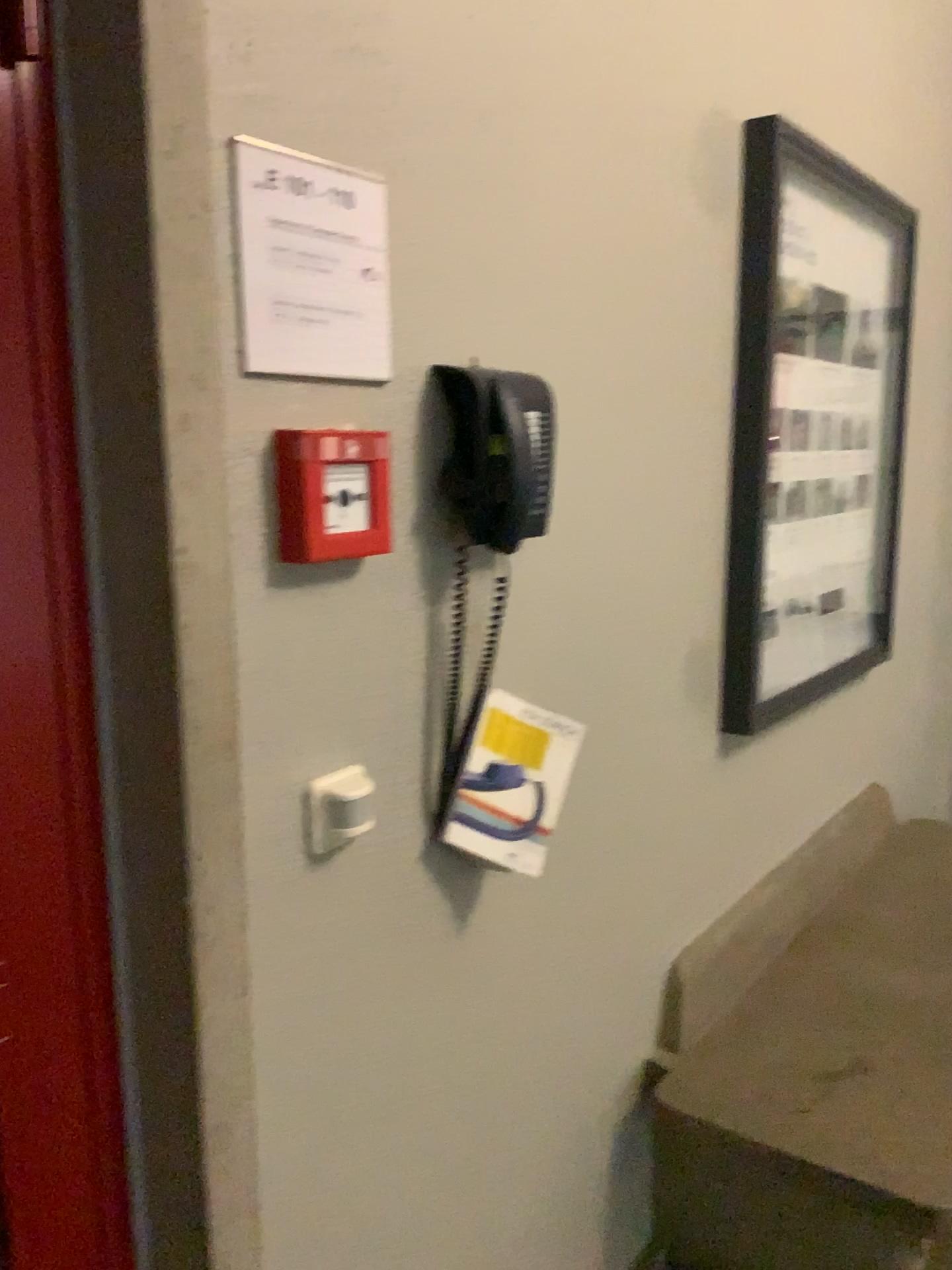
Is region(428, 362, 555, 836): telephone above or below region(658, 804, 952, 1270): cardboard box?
above

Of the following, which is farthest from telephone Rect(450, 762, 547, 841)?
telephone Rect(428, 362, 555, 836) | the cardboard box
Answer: the cardboard box

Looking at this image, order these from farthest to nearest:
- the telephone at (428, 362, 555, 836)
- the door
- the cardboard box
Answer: the cardboard box, the telephone at (428, 362, 555, 836), the door

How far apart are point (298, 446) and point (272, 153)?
0.3 meters

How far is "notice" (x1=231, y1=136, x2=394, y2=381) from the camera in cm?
101

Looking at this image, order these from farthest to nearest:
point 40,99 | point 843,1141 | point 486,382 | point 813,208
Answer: point 813,208
point 843,1141
point 486,382
point 40,99

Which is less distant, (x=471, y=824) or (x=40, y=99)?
(x=40, y=99)

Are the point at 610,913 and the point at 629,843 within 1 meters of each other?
yes

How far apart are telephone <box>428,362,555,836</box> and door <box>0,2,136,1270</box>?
Answer: 0.5m

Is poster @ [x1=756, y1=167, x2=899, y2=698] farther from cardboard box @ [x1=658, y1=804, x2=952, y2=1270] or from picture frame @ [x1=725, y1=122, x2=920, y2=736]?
cardboard box @ [x1=658, y1=804, x2=952, y2=1270]
